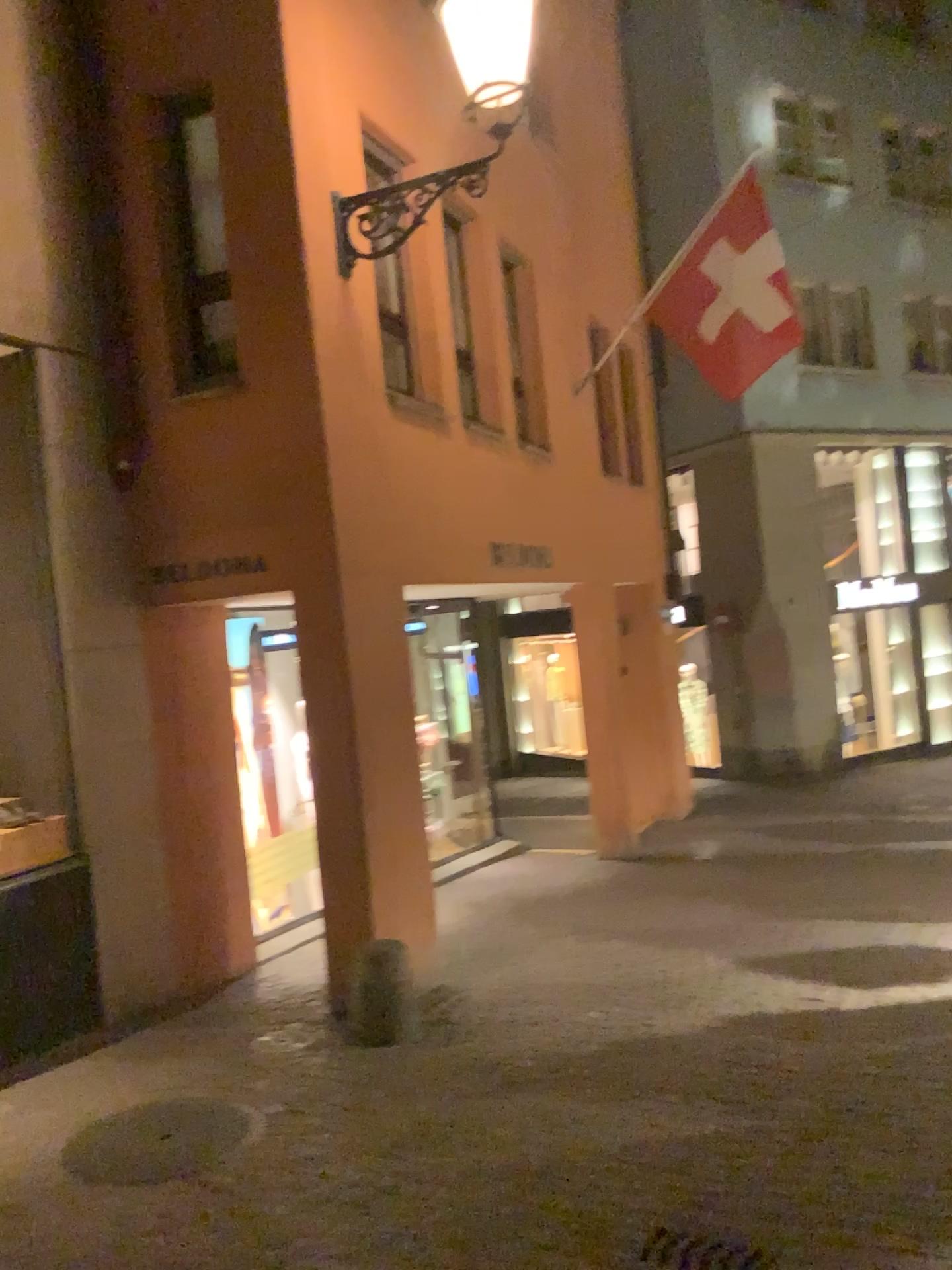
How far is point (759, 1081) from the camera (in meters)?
4.09
